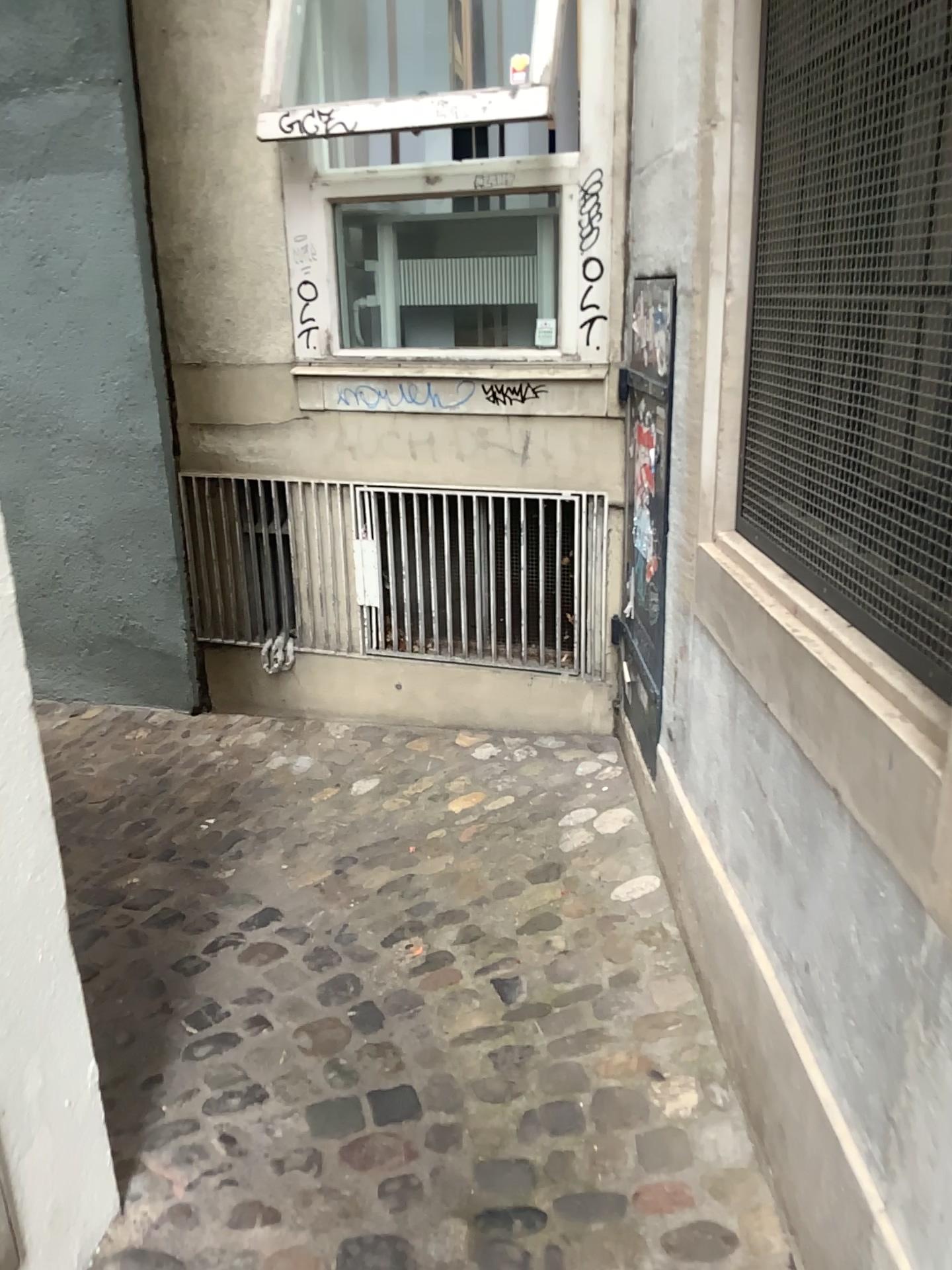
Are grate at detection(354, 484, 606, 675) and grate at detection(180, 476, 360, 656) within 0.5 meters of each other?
yes

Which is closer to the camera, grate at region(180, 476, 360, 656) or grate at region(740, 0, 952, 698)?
grate at region(740, 0, 952, 698)

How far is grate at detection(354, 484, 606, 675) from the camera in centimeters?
337cm

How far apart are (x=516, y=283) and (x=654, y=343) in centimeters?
84cm

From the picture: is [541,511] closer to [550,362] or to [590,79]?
[550,362]

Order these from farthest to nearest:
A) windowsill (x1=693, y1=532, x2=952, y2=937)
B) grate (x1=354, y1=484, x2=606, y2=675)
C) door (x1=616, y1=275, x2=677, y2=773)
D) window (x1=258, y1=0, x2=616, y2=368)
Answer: grate (x1=354, y1=484, x2=606, y2=675)
window (x1=258, y1=0, x2=616, y2=368)
door (x1=616, y1=275, x2=677, y2=773)
windowsill (x1=693, y1=532, x2=952, y2=937)

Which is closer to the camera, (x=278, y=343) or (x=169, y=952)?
(x=169, y=952)

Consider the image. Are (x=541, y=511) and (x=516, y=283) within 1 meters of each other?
yes

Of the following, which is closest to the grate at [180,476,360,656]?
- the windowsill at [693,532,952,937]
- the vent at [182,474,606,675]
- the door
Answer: the vent at [182,474,606,675]

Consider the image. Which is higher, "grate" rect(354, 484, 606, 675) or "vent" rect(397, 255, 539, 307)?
"vent" rect(397, 255, 539, 307)
